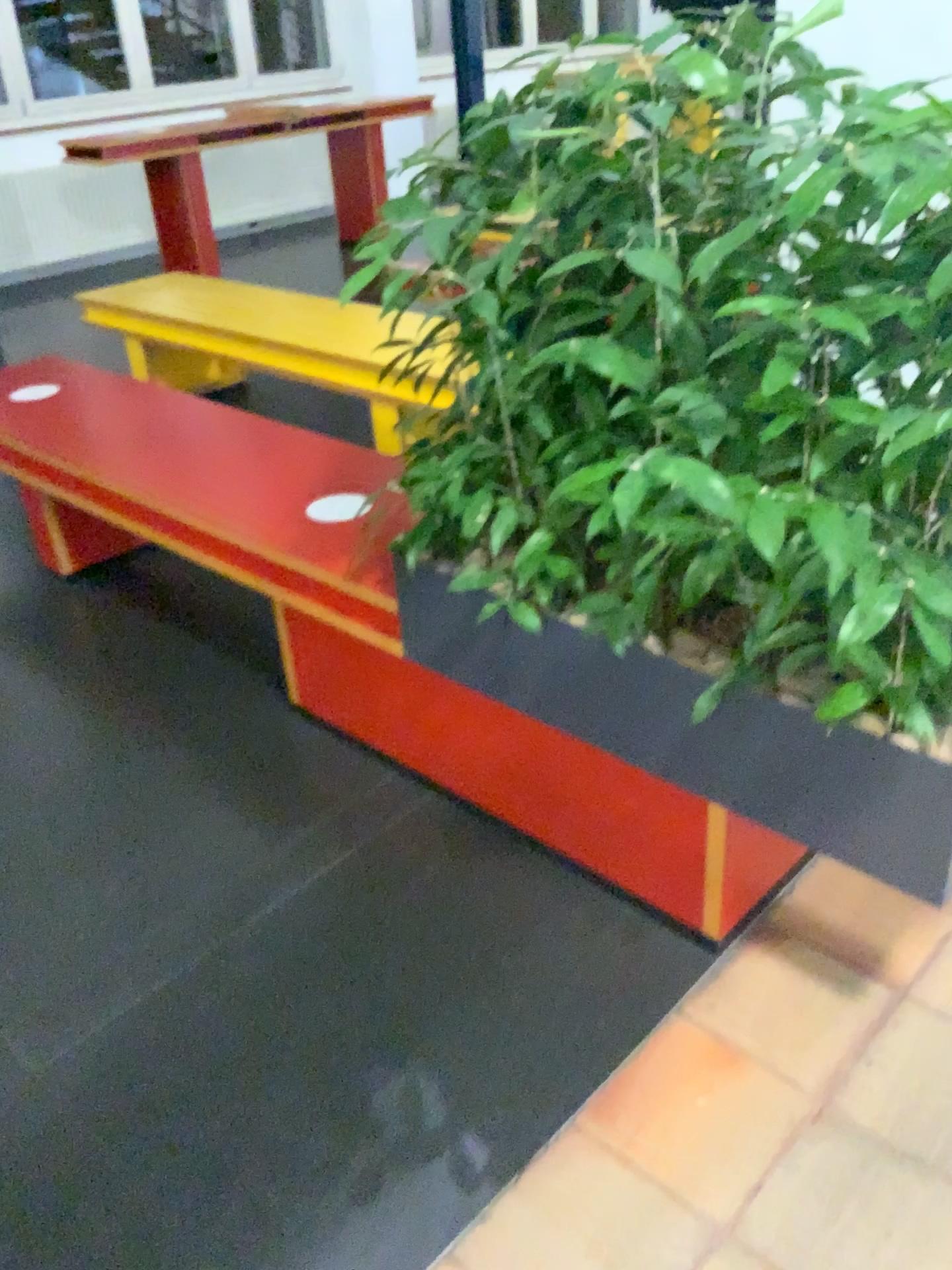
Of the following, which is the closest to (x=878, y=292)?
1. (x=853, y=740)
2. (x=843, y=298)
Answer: (x=843, y=298)

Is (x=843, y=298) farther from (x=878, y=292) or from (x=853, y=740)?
(x=853, y=740)

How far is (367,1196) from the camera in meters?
1.4 m

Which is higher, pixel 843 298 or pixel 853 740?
pixel 843 298
